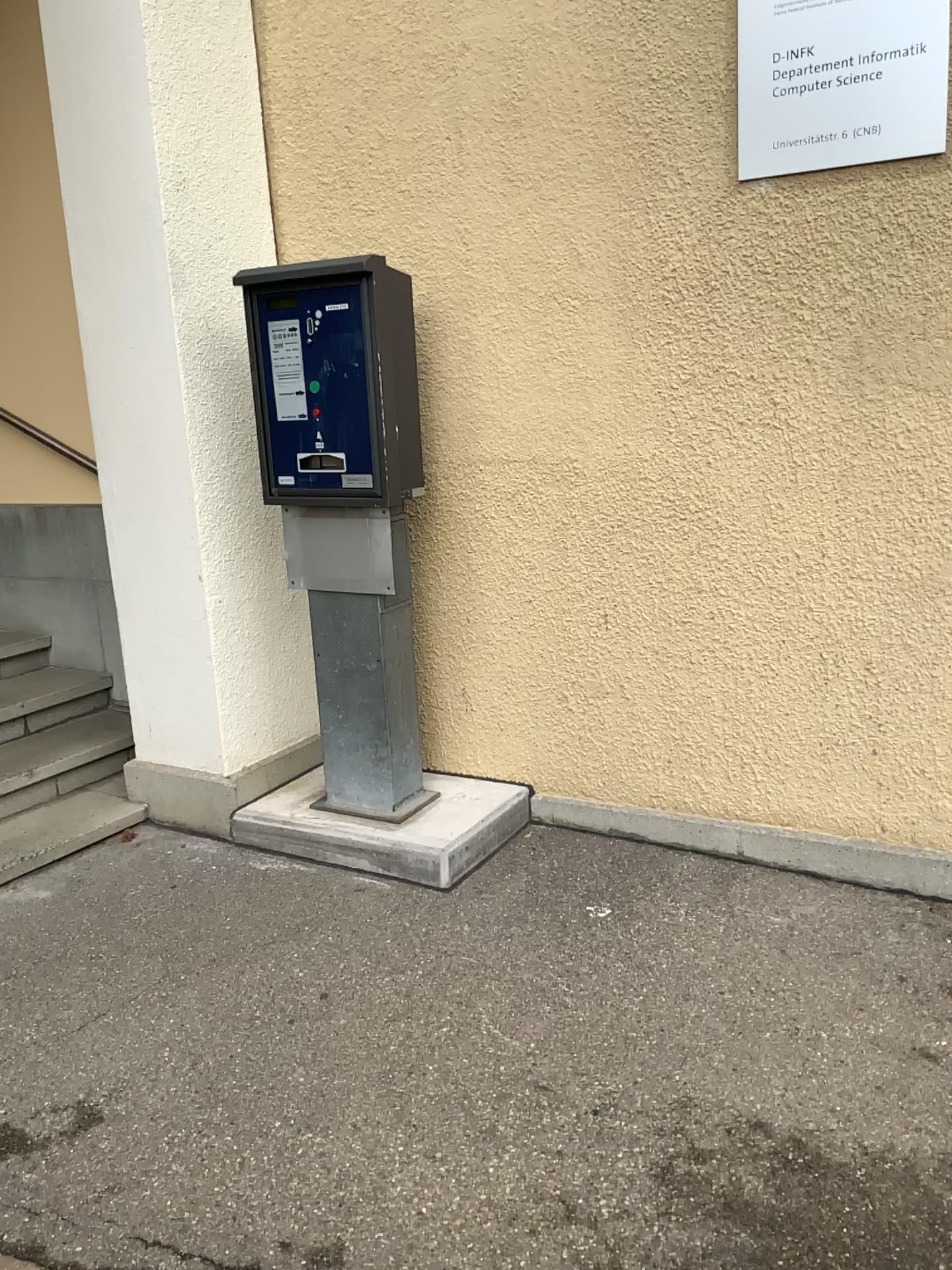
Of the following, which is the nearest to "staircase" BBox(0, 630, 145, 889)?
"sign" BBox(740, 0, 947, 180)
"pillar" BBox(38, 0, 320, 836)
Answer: "pillar" BBox(38, 0, 320, 836)

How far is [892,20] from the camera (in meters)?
2.51

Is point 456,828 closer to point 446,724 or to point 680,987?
point 446,724

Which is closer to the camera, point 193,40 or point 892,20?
point 892,20

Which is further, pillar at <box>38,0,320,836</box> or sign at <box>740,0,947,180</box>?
pillar at <box>38,0,320,836</box>

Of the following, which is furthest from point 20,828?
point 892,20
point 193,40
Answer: point 892,20

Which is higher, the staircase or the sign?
the sign

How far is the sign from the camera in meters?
2.5 m

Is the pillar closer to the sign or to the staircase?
the staircase
